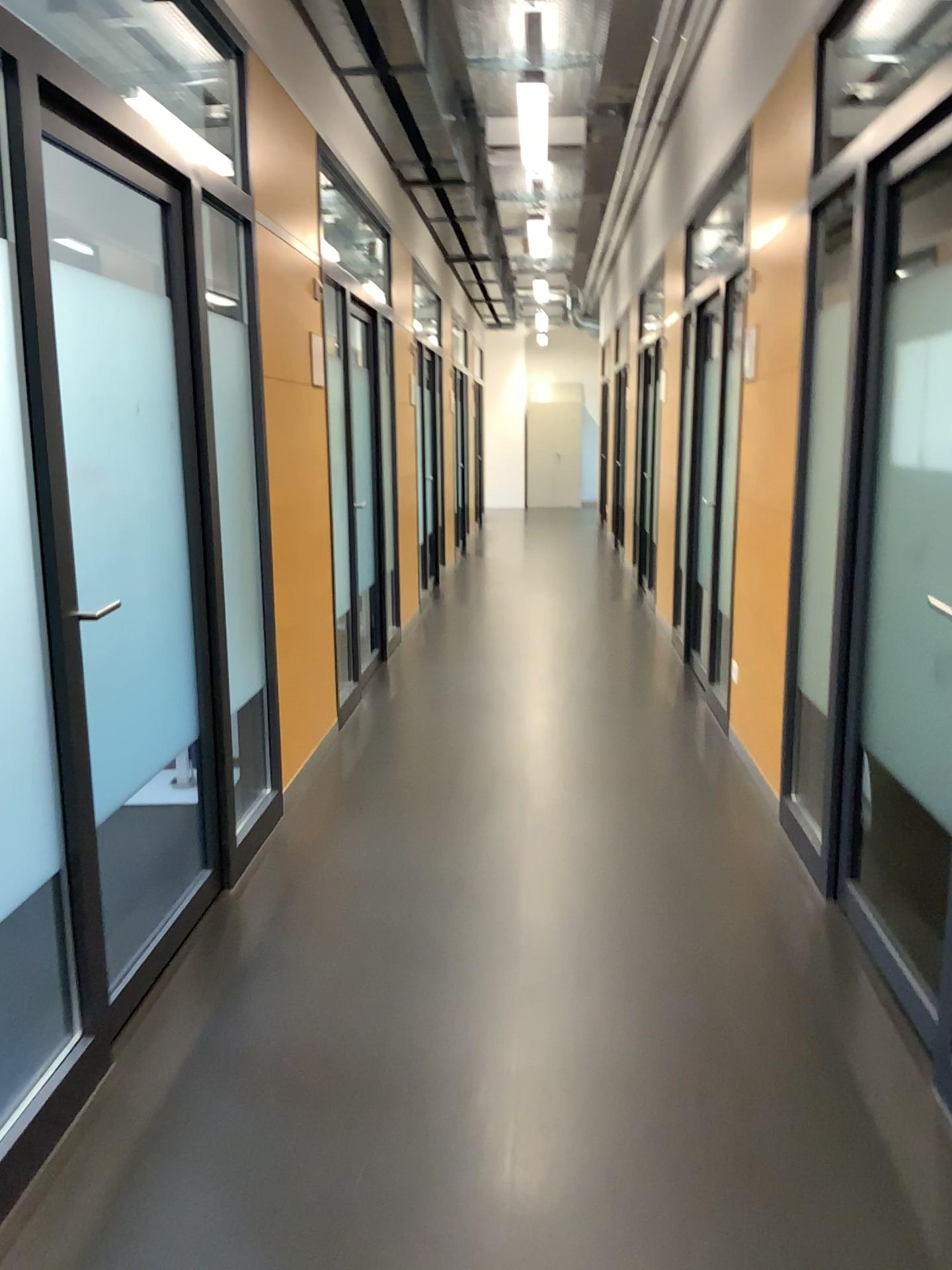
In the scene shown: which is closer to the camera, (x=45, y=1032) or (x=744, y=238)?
(x=45, y=1032)
